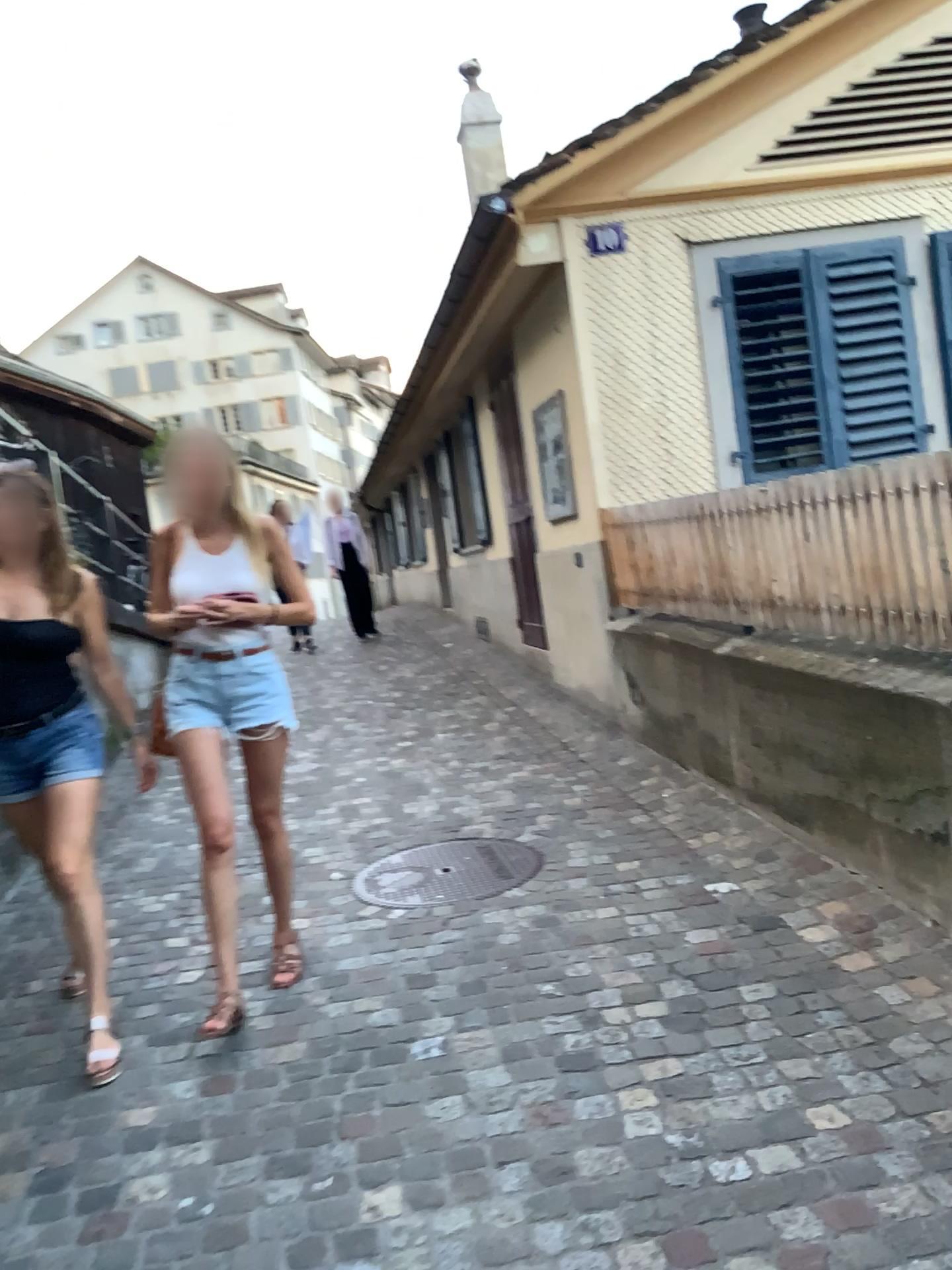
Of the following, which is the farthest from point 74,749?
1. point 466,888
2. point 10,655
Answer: point 466,888

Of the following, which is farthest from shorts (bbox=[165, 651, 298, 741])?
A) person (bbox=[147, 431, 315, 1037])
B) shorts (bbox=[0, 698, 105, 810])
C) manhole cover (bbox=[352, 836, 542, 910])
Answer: manhole cover (bbox=[352, 836, 542, 910])

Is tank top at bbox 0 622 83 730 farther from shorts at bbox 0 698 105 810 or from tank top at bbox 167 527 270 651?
tank top at bbox 167 527 270 651

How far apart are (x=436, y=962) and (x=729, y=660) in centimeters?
174cm

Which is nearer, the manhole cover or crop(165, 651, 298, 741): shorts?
crop(165, 651, 298, 741): shorts

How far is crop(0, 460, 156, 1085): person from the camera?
2.98m

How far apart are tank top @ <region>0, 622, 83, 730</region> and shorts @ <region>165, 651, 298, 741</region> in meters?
0.3

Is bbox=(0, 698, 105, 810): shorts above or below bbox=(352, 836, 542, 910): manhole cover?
above

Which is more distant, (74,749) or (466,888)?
(466,888)

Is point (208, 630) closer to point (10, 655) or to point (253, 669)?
point (253, 669)
